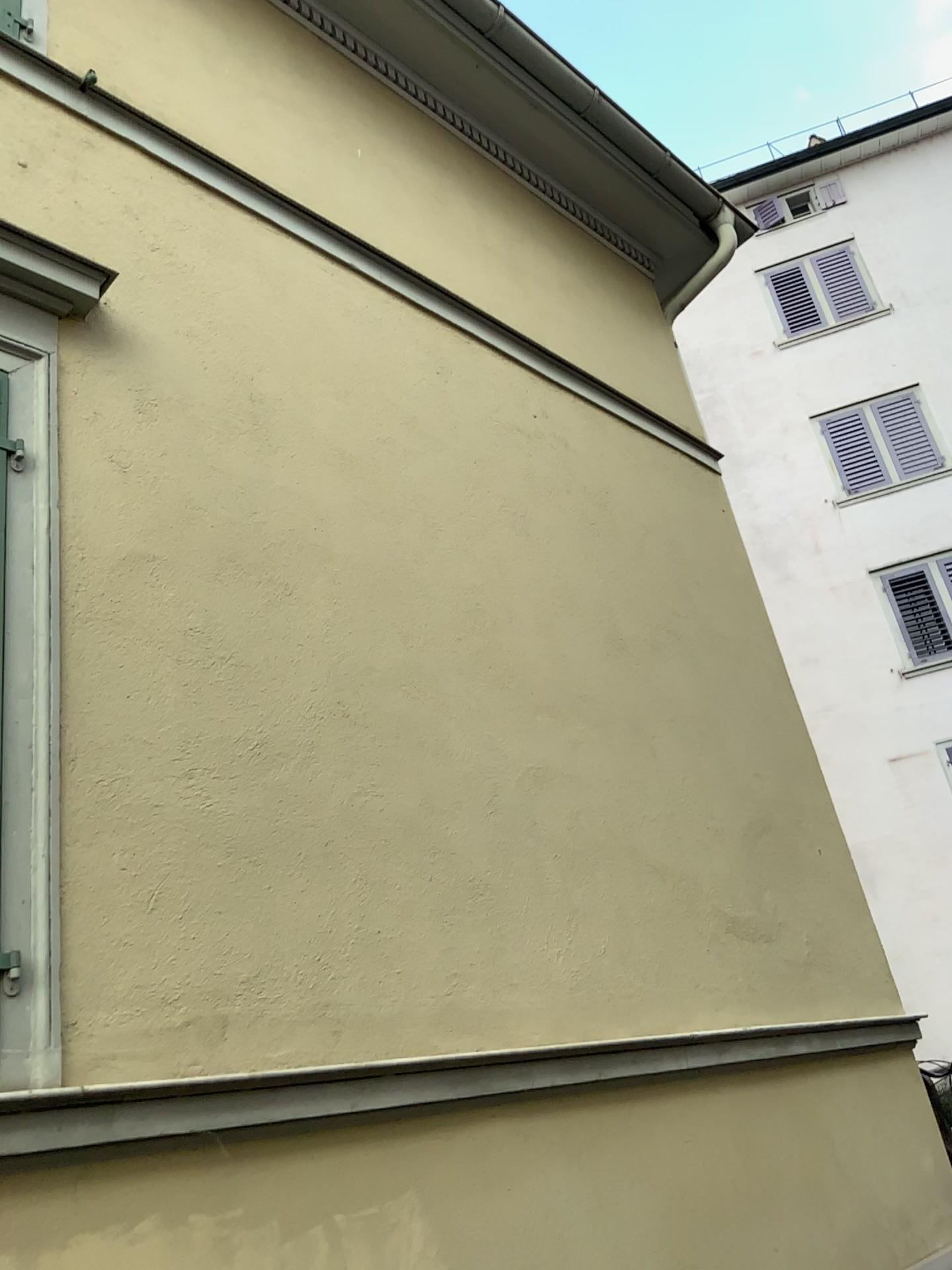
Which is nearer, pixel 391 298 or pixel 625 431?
pixel 391 298
